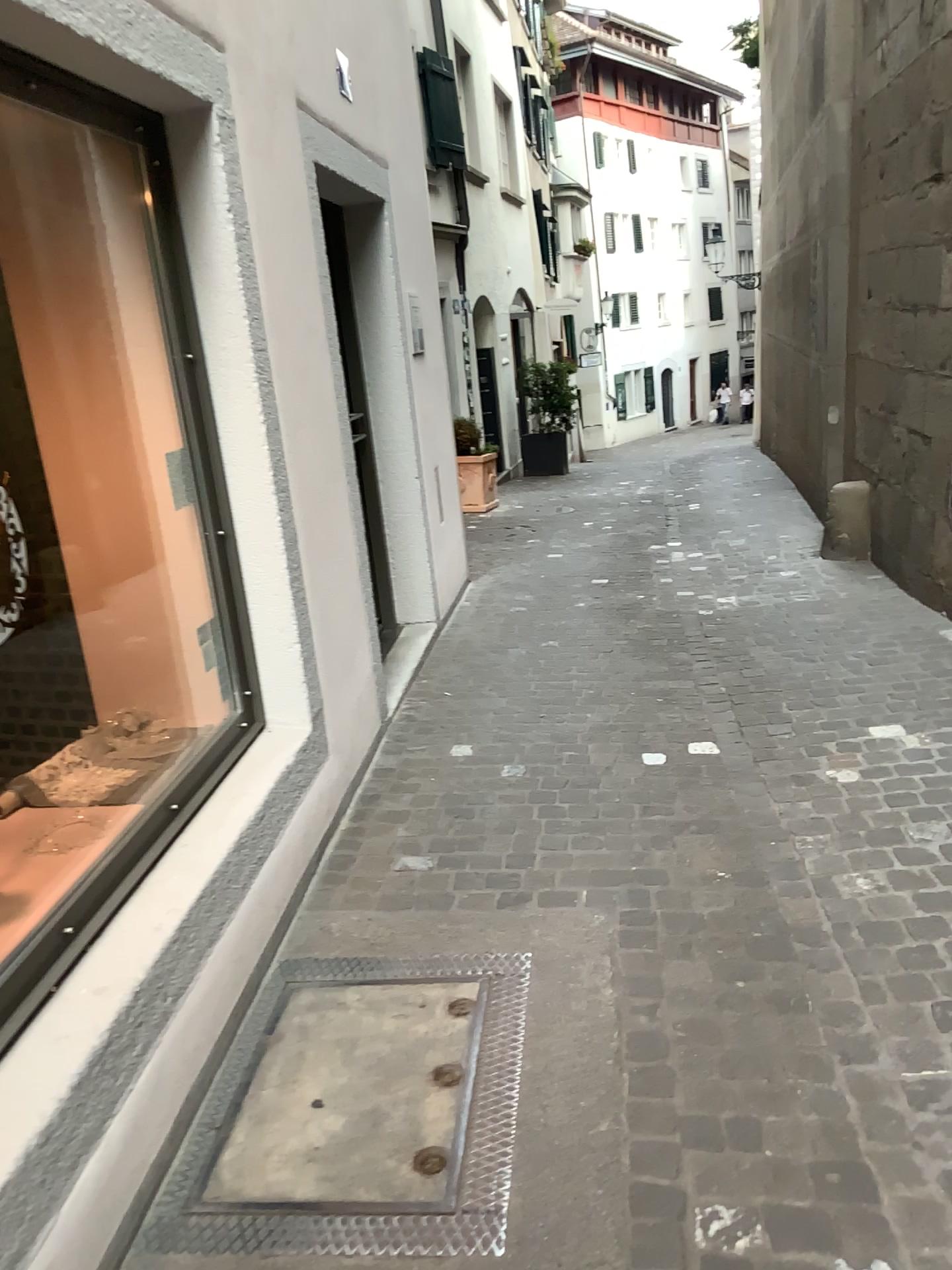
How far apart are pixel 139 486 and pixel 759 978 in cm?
206
